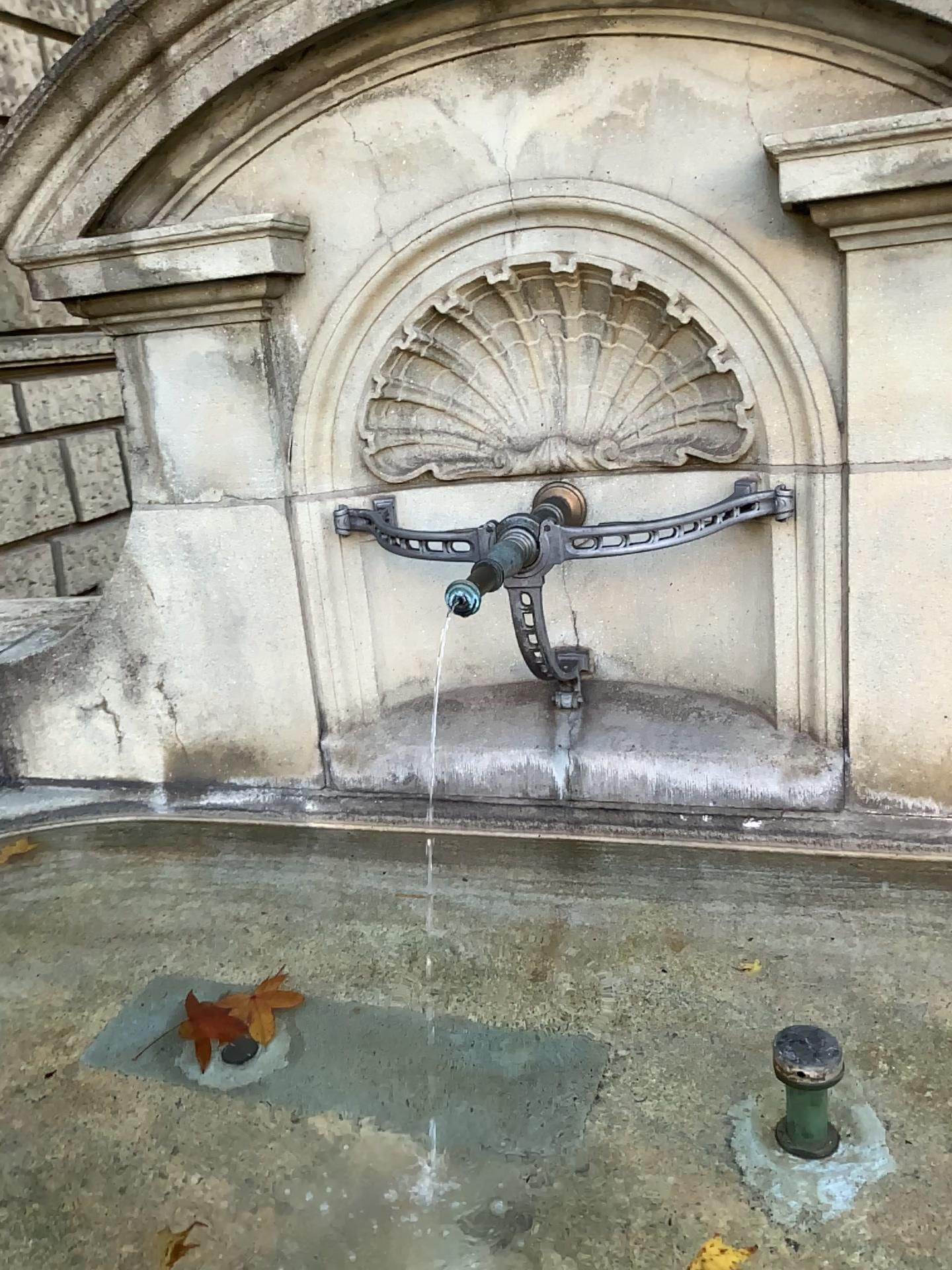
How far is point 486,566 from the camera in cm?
140

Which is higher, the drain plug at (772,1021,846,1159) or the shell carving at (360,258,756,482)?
the shell carving at (360,258,756,482)

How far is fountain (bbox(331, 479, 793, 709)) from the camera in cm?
148

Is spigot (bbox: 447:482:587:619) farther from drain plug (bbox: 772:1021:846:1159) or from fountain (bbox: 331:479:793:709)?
drain plug (bbox: 772:1021:846:1159)

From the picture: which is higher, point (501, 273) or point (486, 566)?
point (501, 273)

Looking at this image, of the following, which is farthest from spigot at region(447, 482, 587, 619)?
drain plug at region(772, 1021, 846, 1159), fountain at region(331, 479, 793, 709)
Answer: drain plug at region(772, 1021, 846, 1159)

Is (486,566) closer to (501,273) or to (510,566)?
(510,566)

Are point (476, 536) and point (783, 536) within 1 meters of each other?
Answer: yes

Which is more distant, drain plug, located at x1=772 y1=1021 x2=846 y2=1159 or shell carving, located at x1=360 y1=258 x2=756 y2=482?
shell carving, located at x1=360 y1=258 x2=756 y2=482

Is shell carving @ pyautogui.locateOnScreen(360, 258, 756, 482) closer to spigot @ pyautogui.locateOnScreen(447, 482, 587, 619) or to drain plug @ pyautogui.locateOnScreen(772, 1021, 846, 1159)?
spigot @ pyautogui.locateOnScreen(447, 482, 587, 619)
